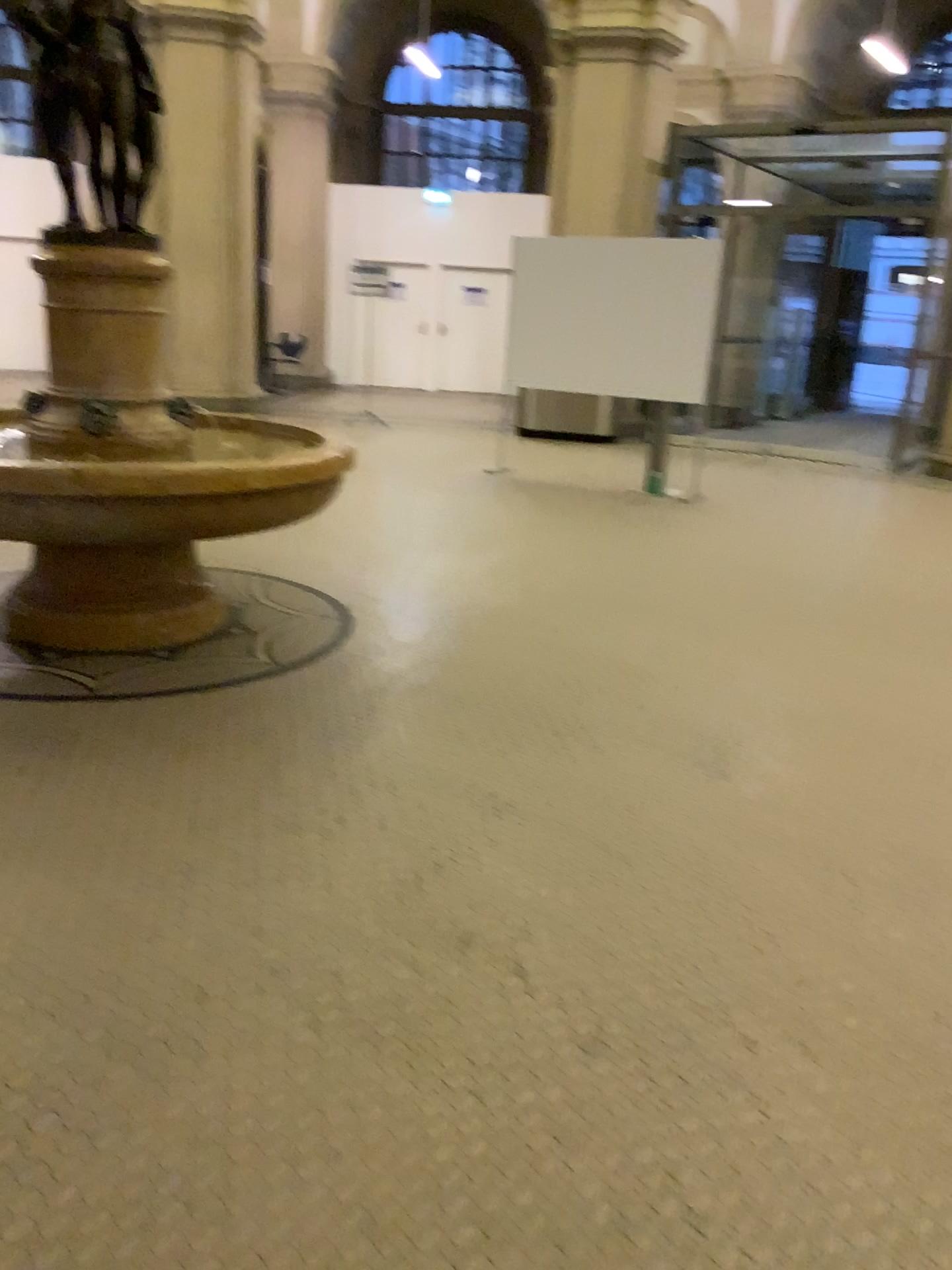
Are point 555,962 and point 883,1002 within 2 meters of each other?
yes

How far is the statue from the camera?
3.8m

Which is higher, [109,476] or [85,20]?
[85,20]

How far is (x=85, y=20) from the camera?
3.8 meters
